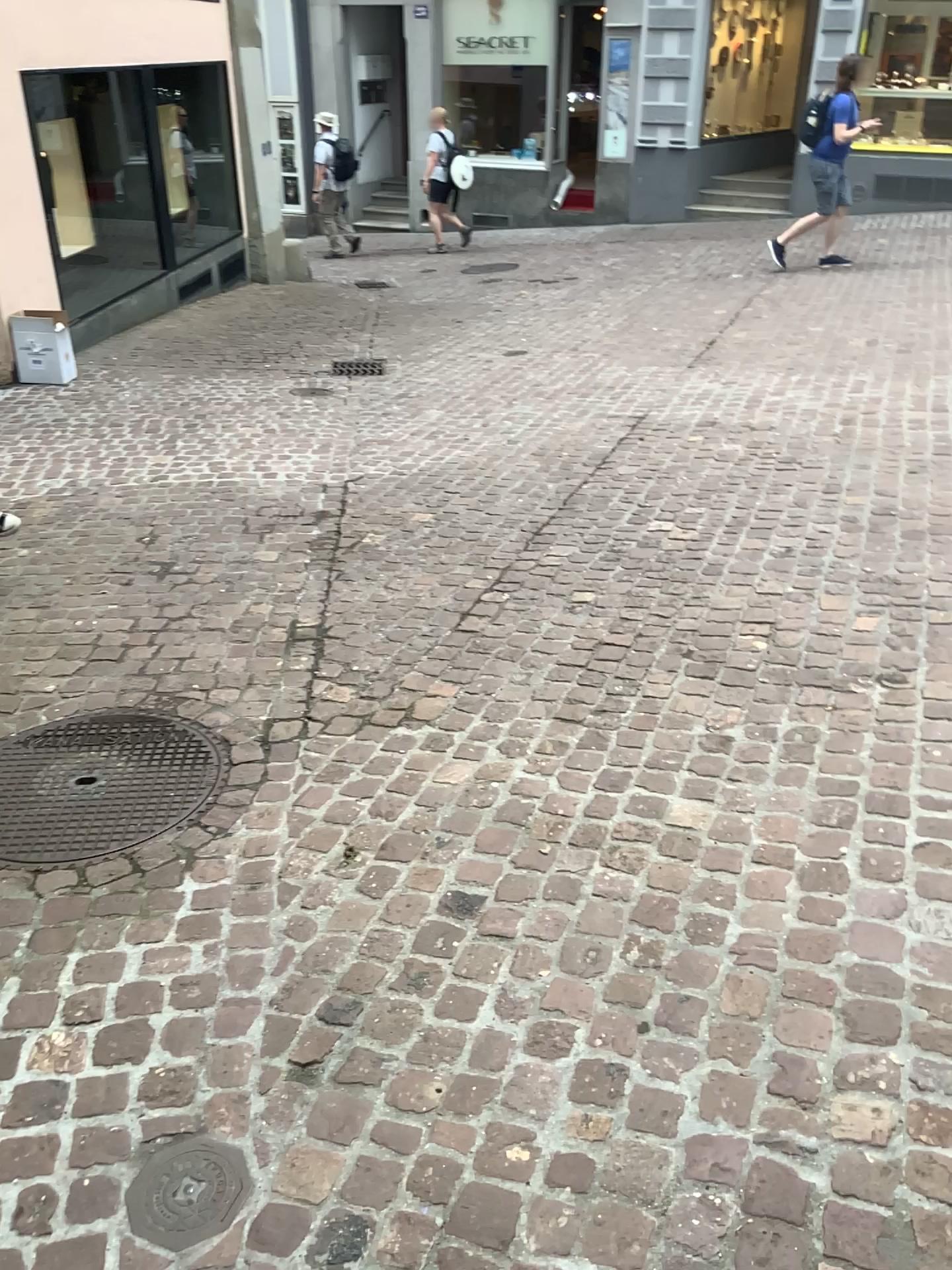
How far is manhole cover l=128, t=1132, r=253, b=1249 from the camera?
1.6m

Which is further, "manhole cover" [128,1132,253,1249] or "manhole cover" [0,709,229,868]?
"manhole cover" [0,709,229,868]

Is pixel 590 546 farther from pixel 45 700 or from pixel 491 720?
pixel 45 700

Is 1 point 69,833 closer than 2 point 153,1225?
No

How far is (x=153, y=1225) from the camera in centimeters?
165cm
